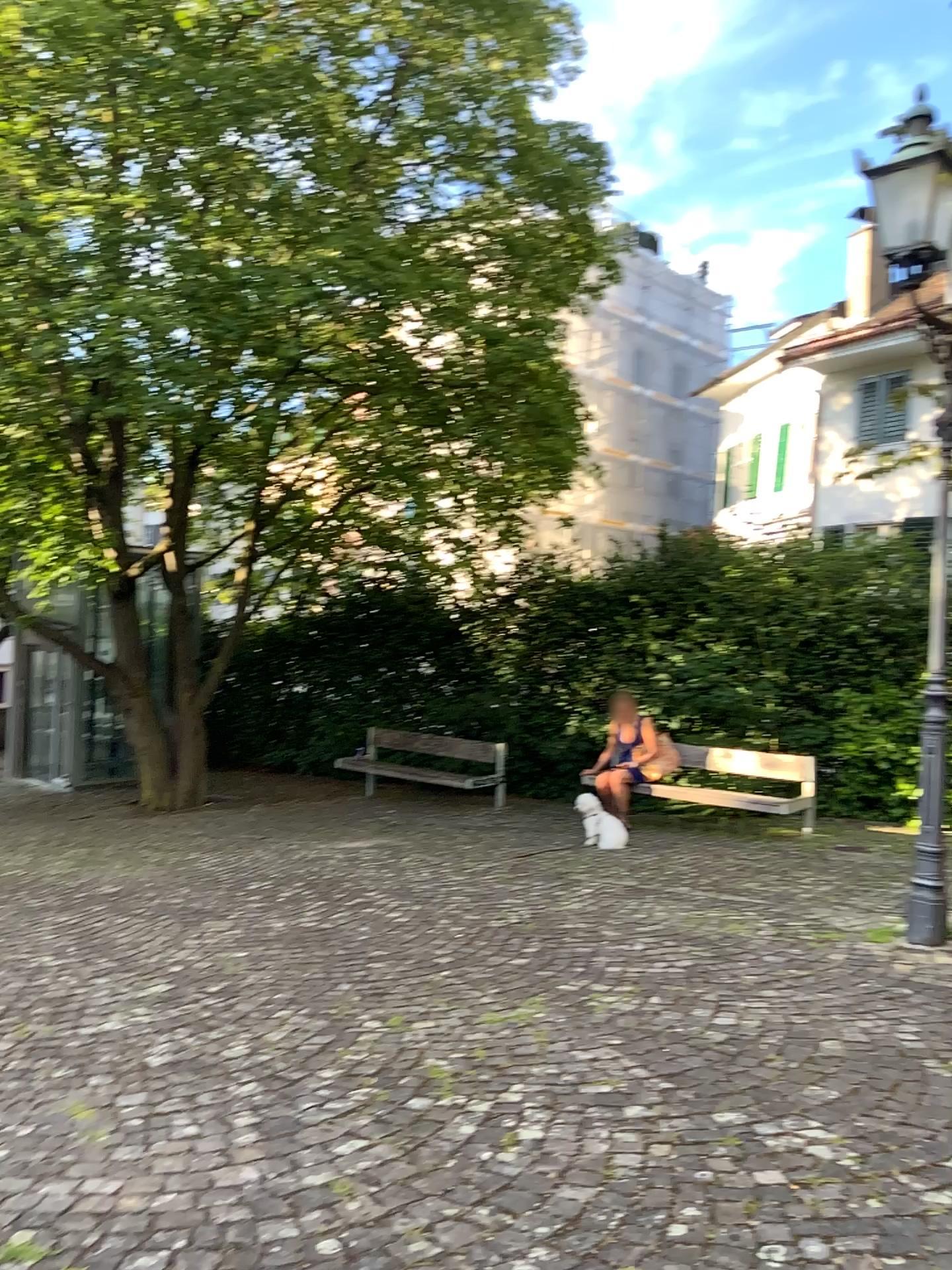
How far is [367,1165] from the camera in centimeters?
274cm
